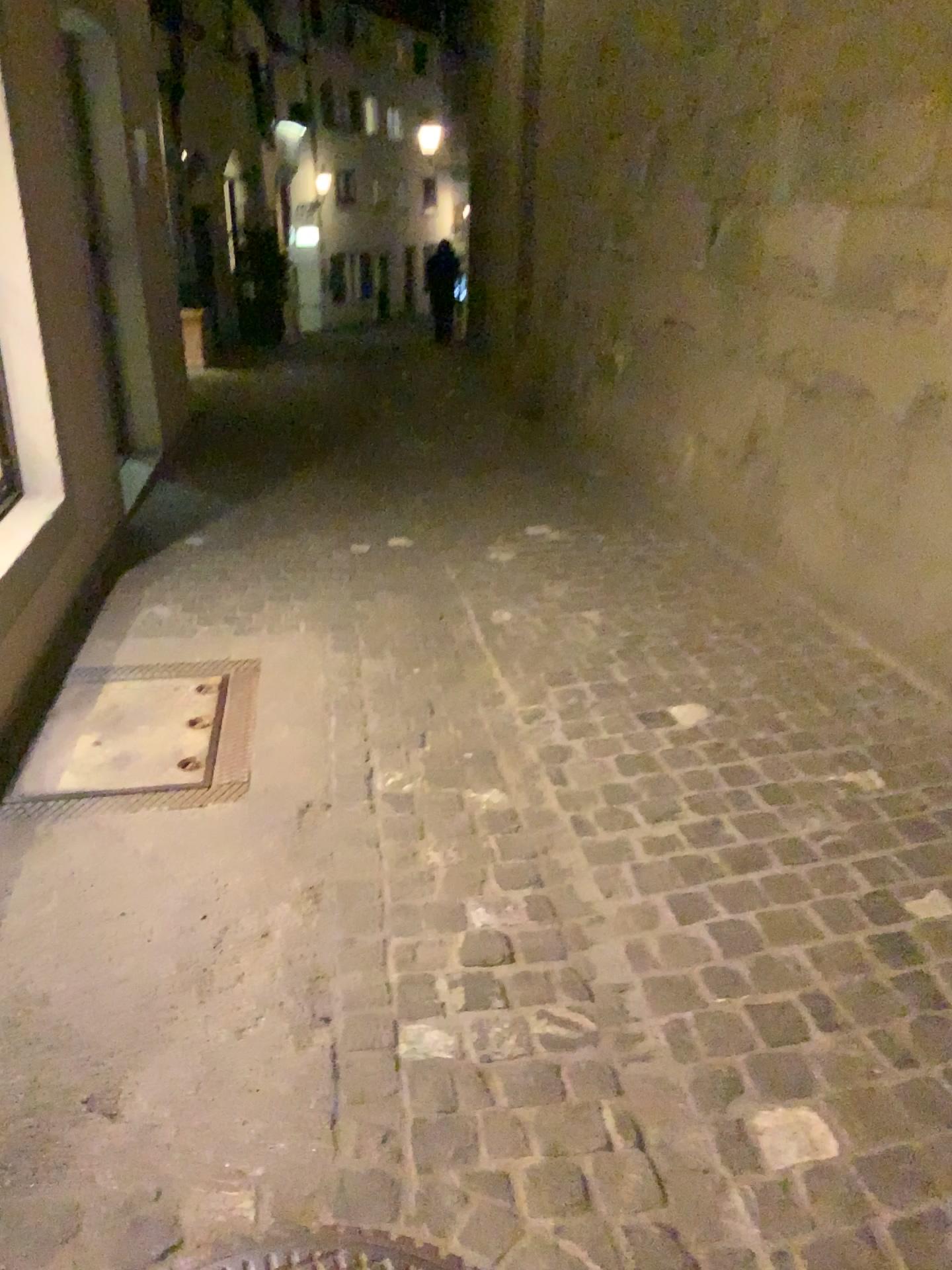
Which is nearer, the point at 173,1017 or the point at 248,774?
the point at 173,1017
